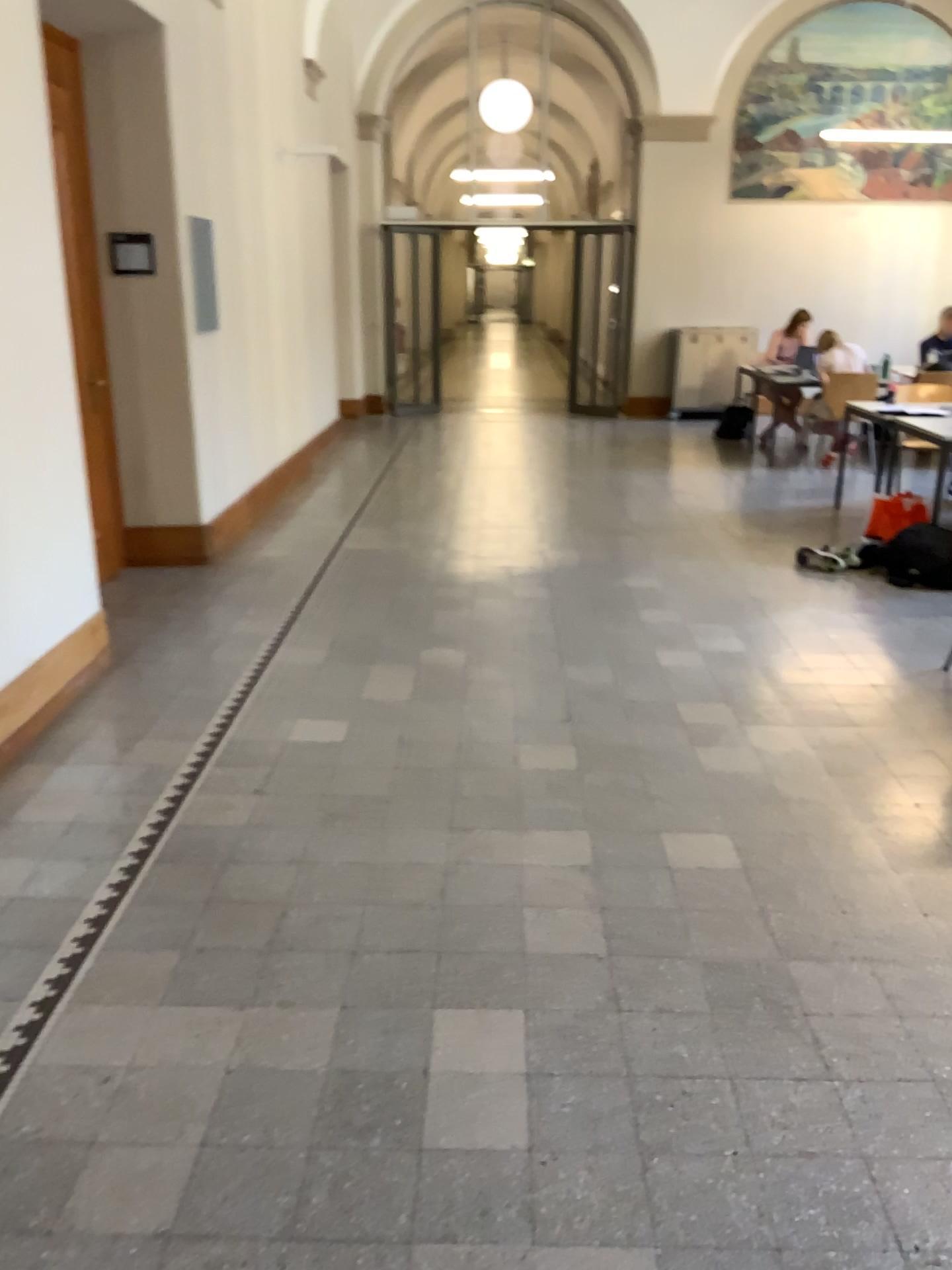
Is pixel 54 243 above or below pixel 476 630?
above
